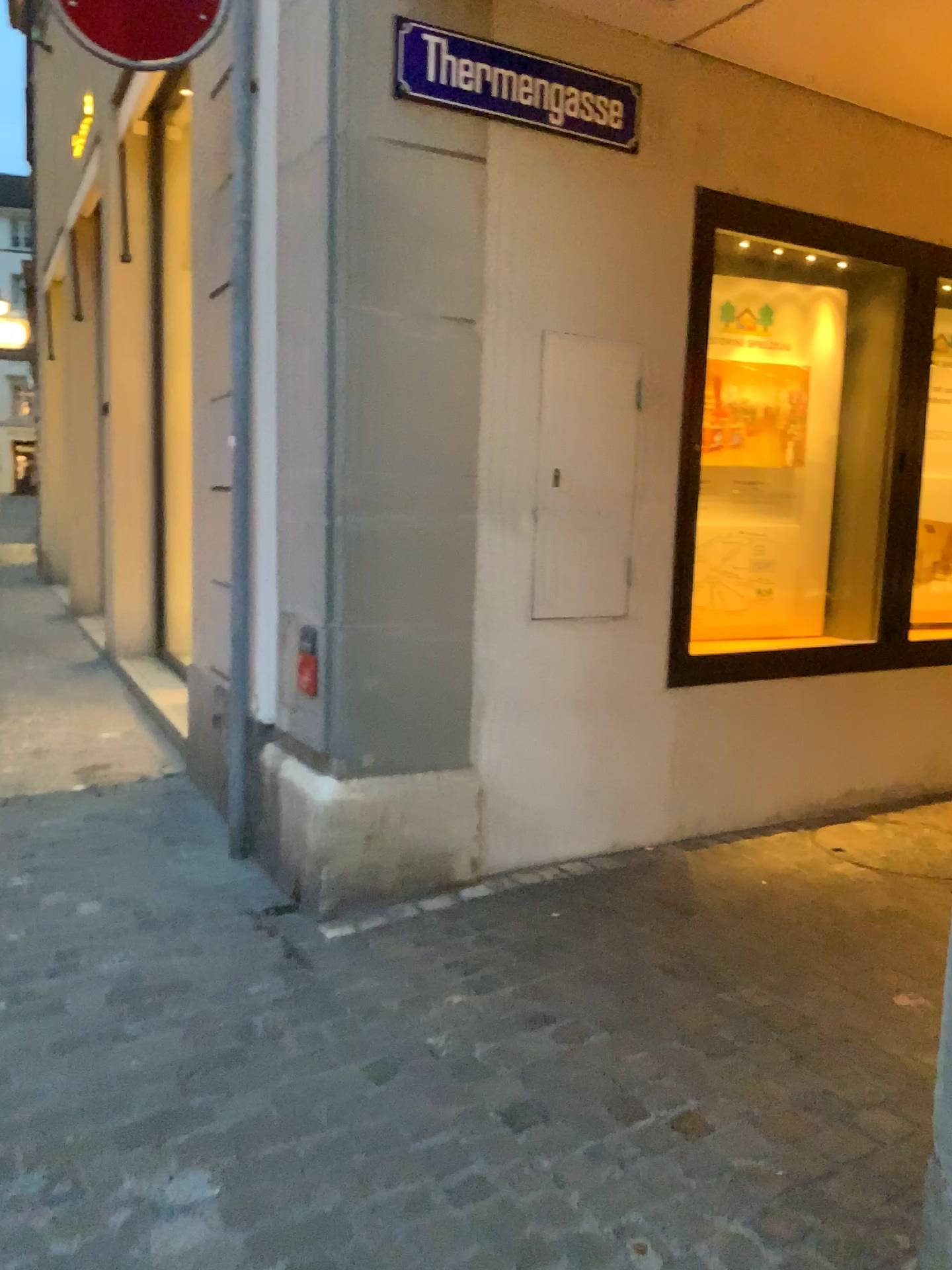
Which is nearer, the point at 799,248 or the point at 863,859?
the point at 863,859

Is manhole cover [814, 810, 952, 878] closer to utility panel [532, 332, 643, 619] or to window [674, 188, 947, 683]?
window [674, 188, 947, 683]

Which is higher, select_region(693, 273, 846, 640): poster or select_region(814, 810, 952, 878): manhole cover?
select_region(693, 273, 846, 640): poster

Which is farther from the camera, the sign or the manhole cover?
the manhole cover

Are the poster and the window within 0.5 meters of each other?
yes

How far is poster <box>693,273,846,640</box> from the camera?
4.1 meters

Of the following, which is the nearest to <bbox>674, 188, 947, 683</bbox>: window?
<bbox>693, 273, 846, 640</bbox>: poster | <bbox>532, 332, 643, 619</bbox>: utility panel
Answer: <bbox>693, 273, 846, 640</bbox>: poster

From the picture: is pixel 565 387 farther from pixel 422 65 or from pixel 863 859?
pixel 863 859

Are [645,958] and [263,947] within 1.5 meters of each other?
yes

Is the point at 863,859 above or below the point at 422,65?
below
